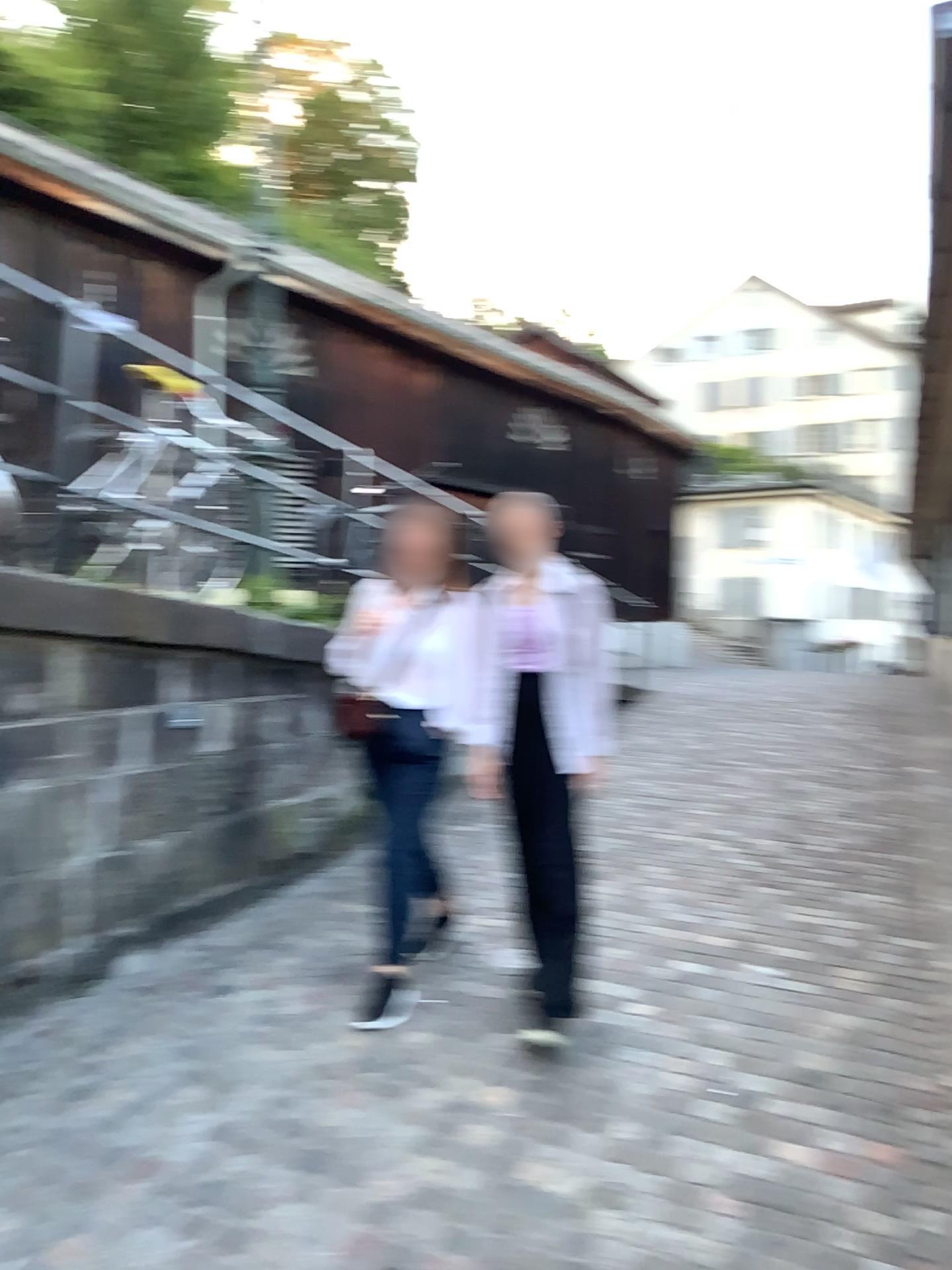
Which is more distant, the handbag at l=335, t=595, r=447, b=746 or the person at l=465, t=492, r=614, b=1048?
the handbag at l=335, t=595, r=447, b=746

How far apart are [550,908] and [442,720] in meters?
0.7

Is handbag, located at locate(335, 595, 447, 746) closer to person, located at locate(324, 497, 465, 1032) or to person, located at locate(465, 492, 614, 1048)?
person, located at locate(324, 497, 465, 1032)

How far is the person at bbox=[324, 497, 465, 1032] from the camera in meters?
3.6

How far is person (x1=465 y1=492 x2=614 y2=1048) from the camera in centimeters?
330cm

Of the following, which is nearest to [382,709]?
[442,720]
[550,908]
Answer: [442,720]

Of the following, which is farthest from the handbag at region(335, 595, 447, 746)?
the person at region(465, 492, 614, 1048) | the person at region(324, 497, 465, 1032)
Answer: the person at region(465, 492, 614, 1048)

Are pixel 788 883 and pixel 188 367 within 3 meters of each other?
no

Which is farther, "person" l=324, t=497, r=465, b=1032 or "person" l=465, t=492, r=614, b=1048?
"person" l=324, t=497, r=465, b=1032

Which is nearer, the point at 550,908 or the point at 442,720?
the point at 550,908
